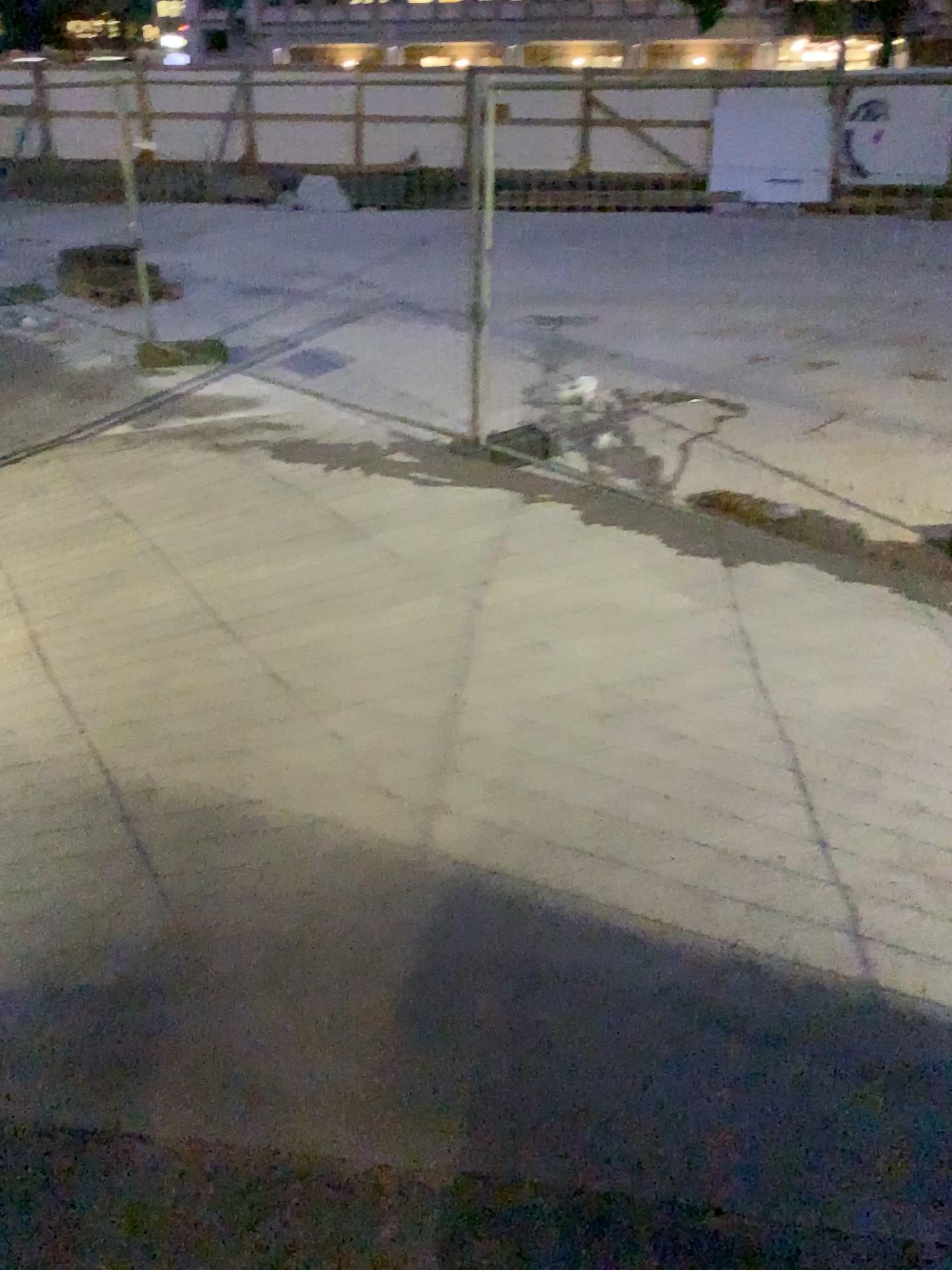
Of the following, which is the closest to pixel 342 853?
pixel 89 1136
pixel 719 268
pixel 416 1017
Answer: pixel 416 1017
